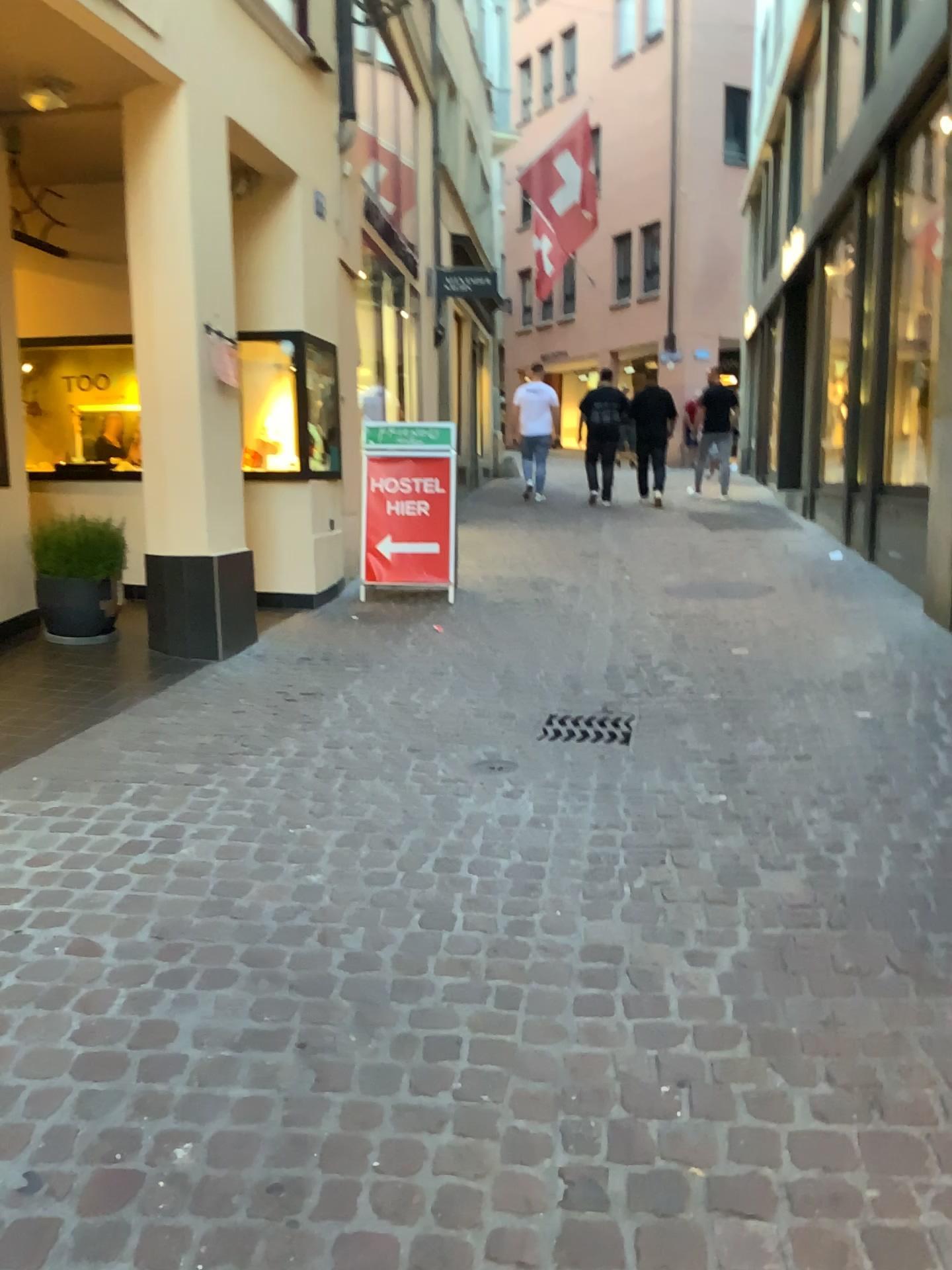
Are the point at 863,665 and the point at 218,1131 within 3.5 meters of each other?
no
